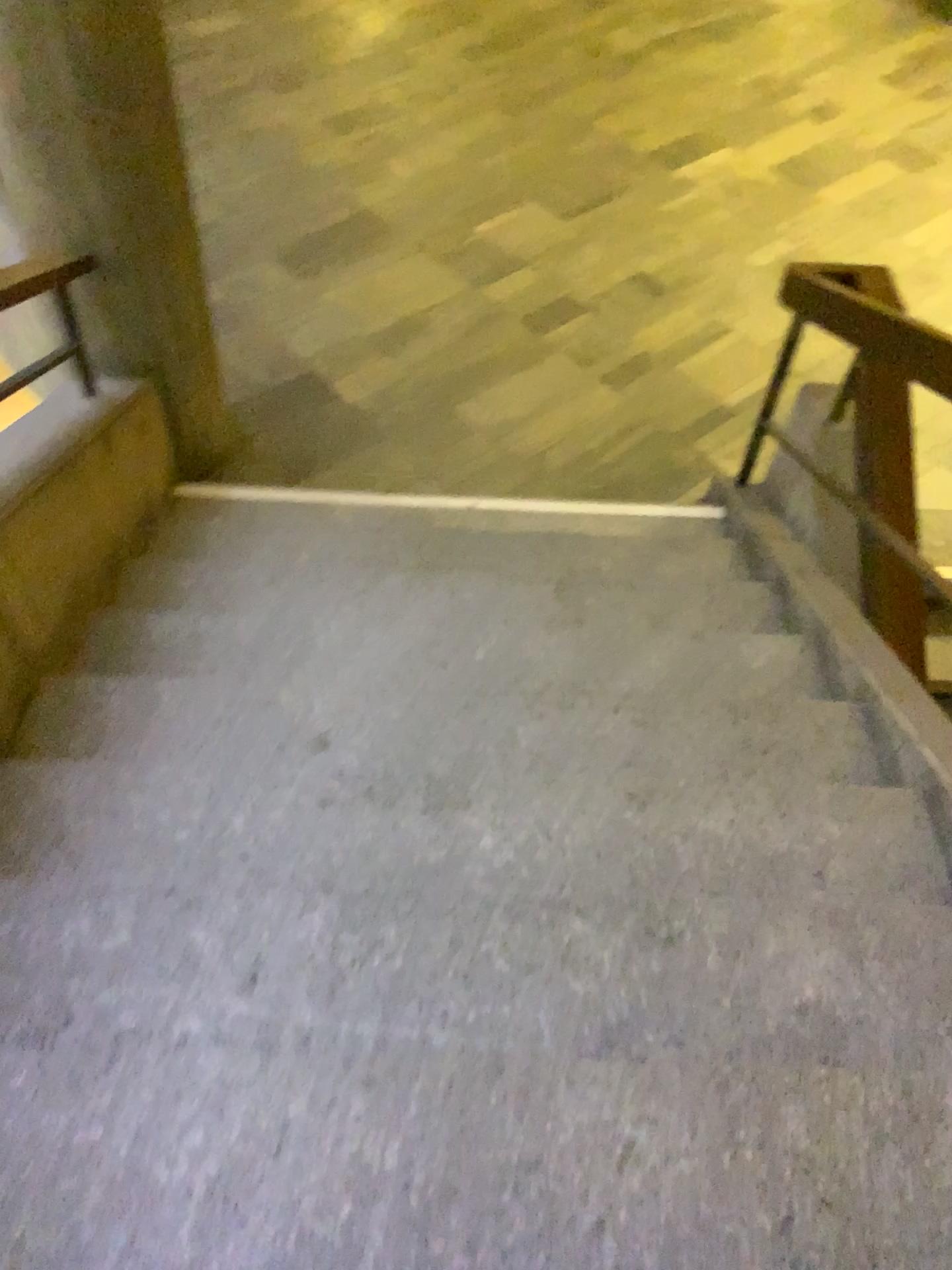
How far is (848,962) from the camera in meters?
1.8 m
